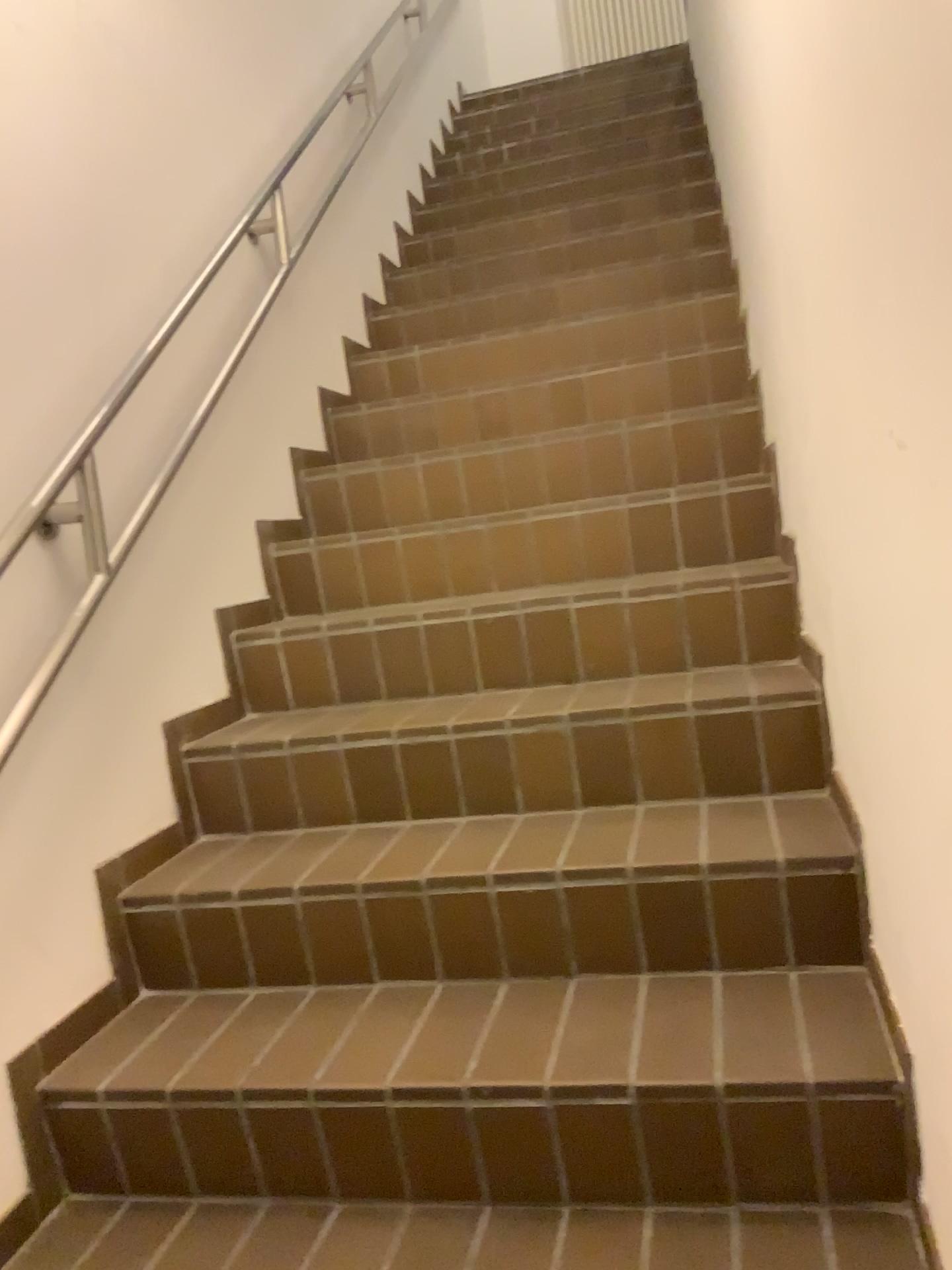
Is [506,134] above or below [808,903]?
above
